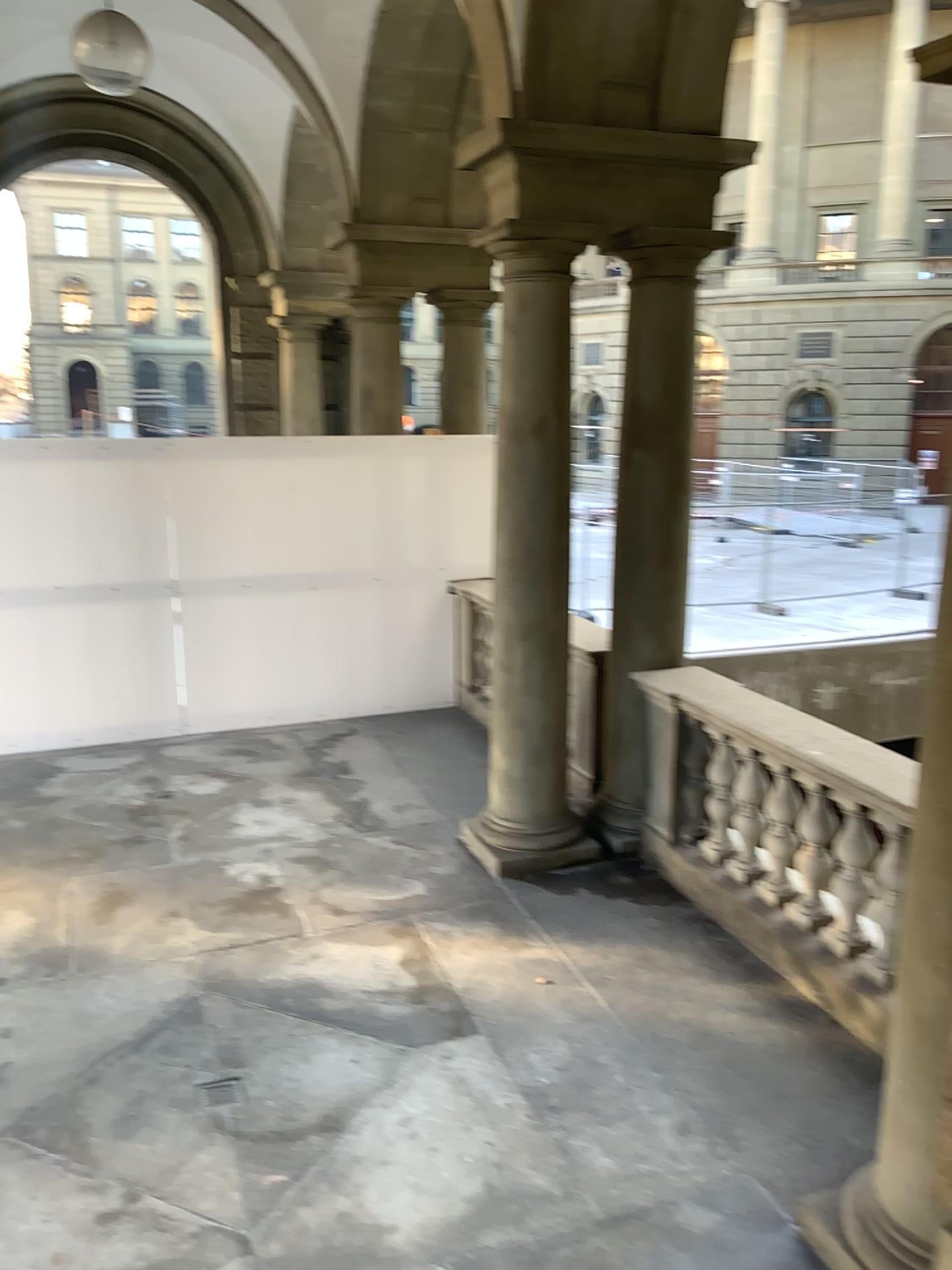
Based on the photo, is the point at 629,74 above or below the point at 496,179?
above
